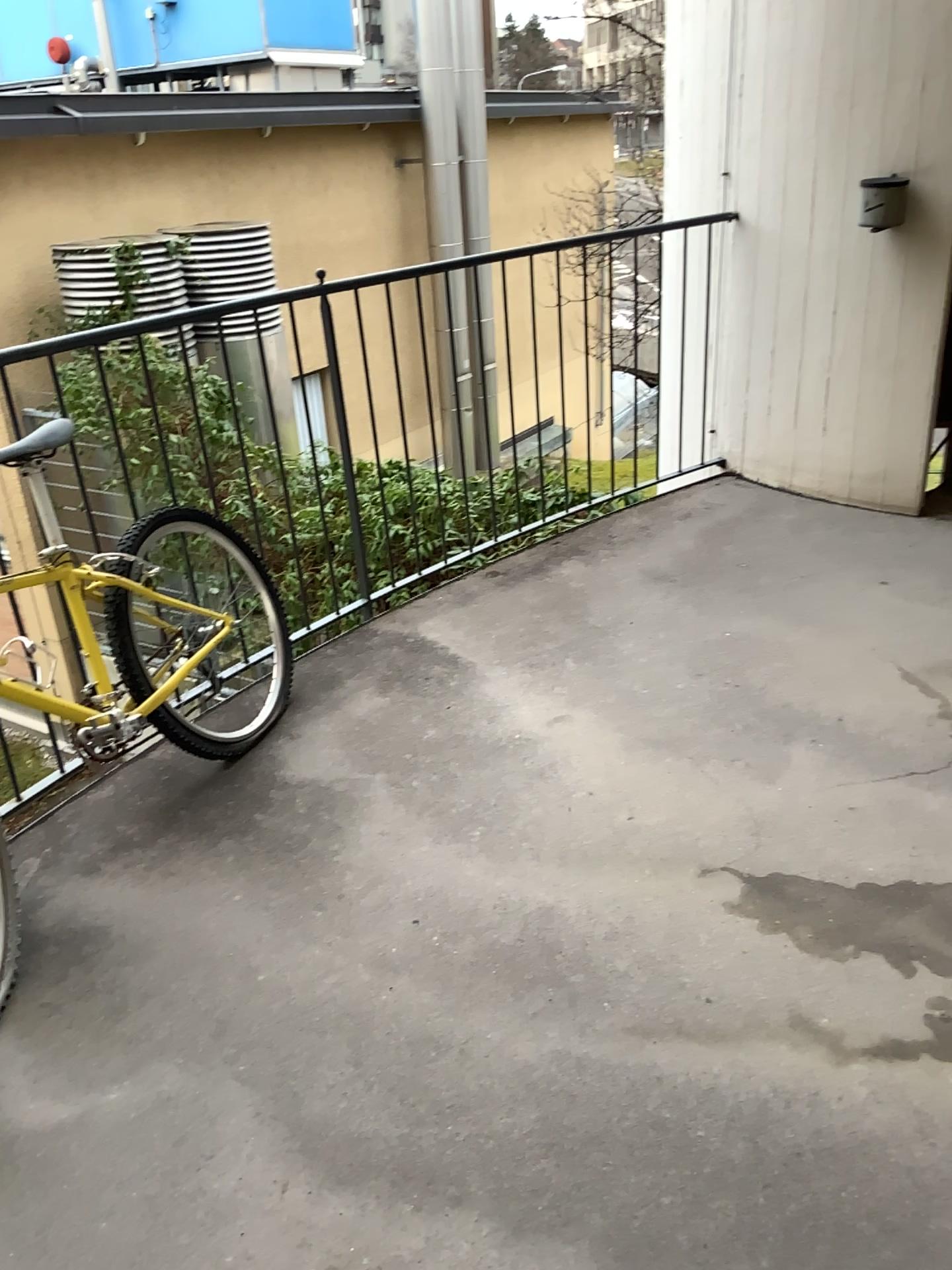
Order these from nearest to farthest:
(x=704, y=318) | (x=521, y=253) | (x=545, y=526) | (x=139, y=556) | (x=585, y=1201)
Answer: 1. (x=585, y=1201)
2. (x=139, y=556)
3. (x=521, y=253)
4. (x=545, y=526)
5. (x=704, y=318)
